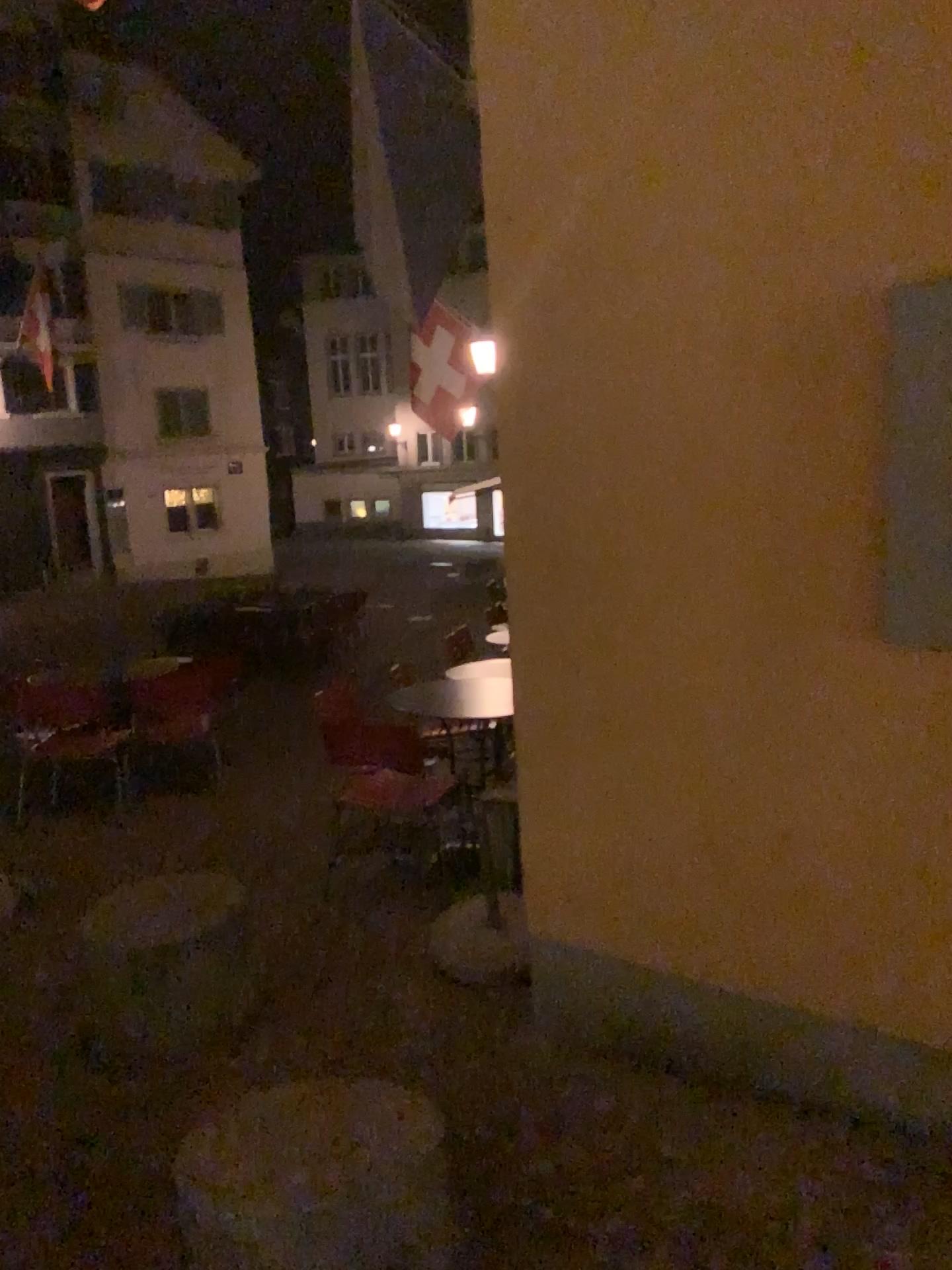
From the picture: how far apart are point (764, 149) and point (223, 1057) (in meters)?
2.73
